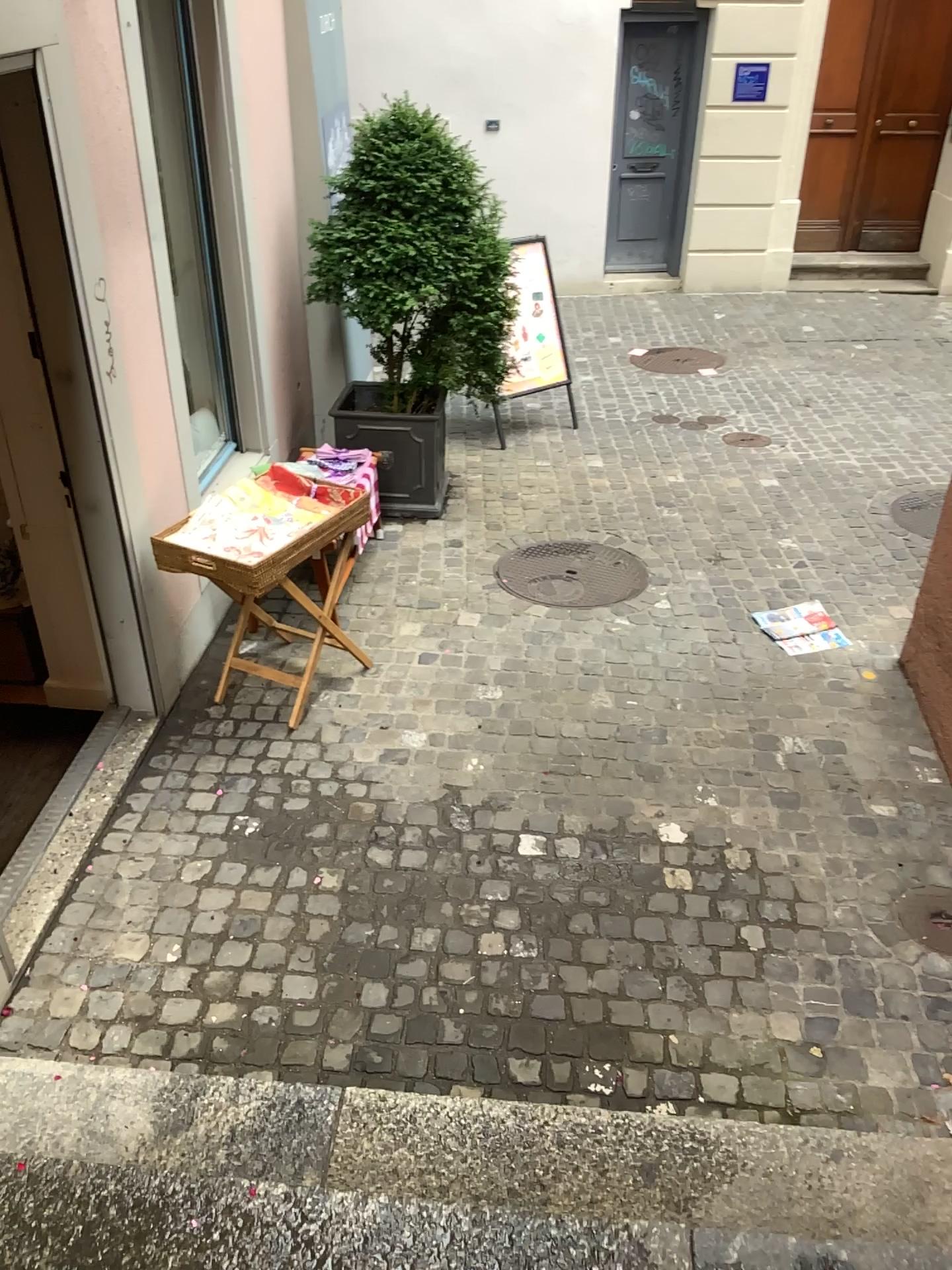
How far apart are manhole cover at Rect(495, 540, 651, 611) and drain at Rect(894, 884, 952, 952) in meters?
1.9

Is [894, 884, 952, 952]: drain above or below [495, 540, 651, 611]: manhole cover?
below

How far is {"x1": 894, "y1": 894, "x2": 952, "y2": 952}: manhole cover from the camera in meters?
3.0

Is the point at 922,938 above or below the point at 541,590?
below

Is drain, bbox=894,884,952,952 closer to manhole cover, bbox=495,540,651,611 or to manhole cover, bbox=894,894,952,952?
manhole cover, bbox=894,894,952,952

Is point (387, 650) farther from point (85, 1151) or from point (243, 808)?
point (85, 1151)

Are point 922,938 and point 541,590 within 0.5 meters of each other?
no

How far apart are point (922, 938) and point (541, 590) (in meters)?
2.26

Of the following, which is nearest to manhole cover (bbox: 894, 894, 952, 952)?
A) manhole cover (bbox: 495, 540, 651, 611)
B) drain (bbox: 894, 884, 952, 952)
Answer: drain (bbox: 894, 884, 952, 952)

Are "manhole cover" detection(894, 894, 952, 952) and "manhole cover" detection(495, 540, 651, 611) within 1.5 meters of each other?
no
